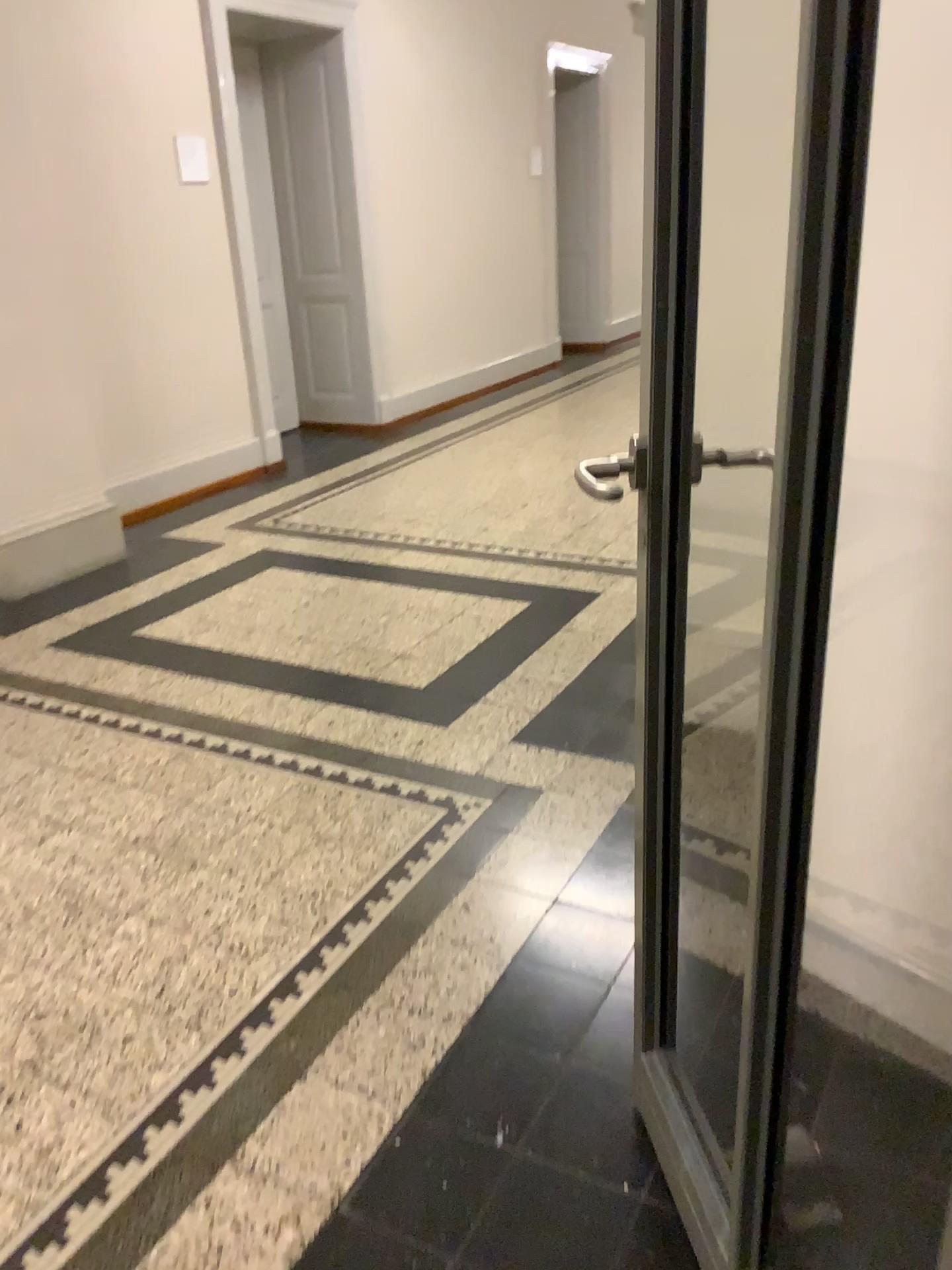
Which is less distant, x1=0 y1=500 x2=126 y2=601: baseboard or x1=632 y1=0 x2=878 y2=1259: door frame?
x1=632 y1=0 x2=878 y2=1259: door frame

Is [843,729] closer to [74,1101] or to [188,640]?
[74,1101]

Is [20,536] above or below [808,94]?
below

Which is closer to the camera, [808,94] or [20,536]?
[808,94]
